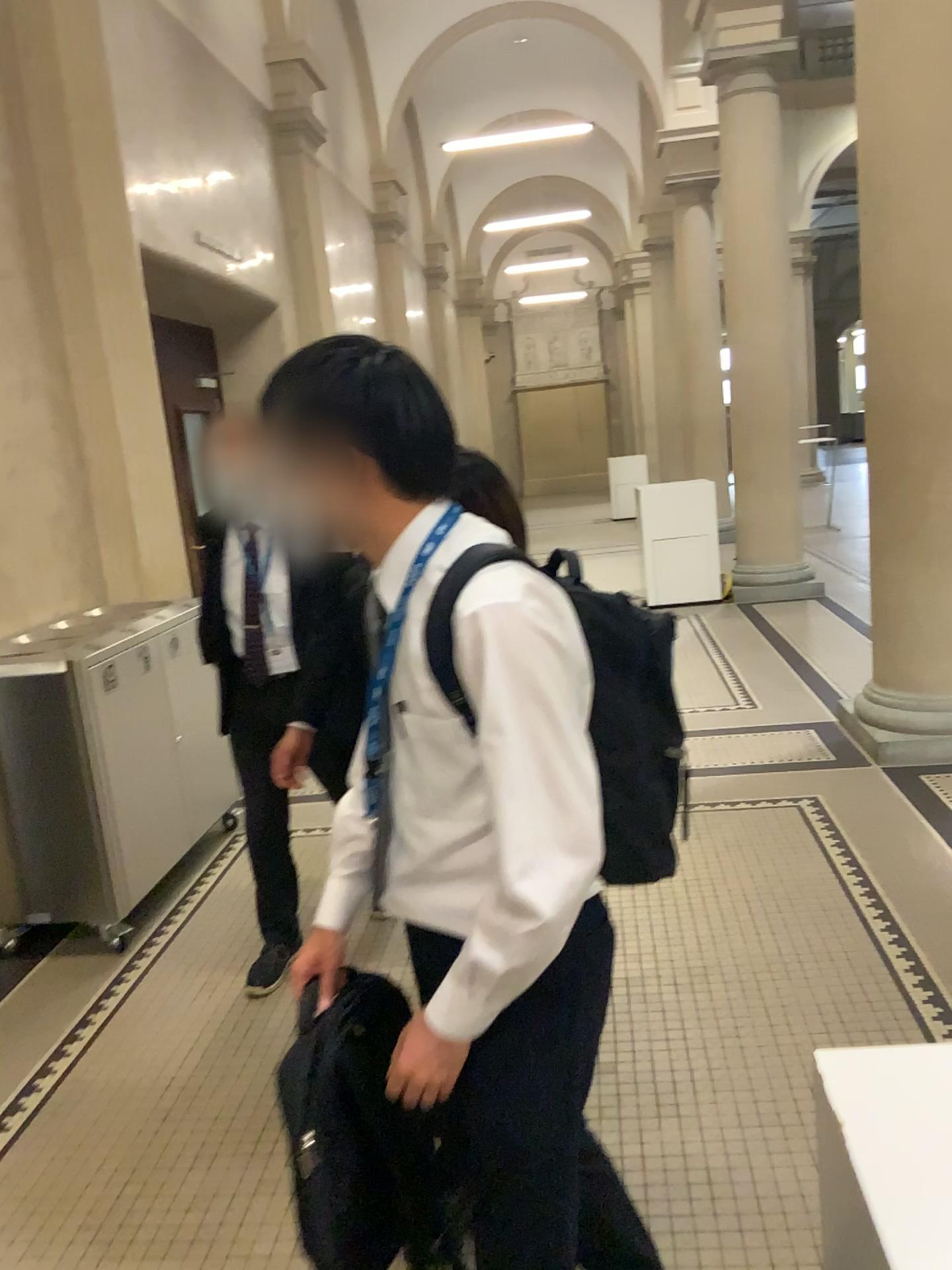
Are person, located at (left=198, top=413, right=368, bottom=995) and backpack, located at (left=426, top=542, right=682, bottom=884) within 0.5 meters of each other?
no

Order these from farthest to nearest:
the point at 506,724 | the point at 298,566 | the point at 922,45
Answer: the point at 922,45
the point at 298,566
the point at 506,724

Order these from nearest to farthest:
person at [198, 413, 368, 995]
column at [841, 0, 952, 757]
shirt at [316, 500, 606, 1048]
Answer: shirt at [316, 500, 606, 1048] < person at [198, 413, 368, 995] < column at [841, 0, 952, 757]

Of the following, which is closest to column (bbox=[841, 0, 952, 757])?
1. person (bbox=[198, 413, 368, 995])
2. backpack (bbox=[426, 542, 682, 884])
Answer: person (bbox=[198, 413, 368, 995])

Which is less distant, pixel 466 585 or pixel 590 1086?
pixel 466 585

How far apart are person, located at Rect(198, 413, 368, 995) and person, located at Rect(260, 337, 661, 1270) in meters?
1.4 m

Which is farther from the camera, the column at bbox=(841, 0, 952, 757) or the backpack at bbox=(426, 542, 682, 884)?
the column at bbox=(841, 0, 952, 757)

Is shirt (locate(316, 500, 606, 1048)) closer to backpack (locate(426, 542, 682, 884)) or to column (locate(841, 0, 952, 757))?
backpack (locate(426, 542, 682, 884))

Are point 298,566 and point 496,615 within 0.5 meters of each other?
no

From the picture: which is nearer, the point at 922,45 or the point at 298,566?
the point at 298,566
